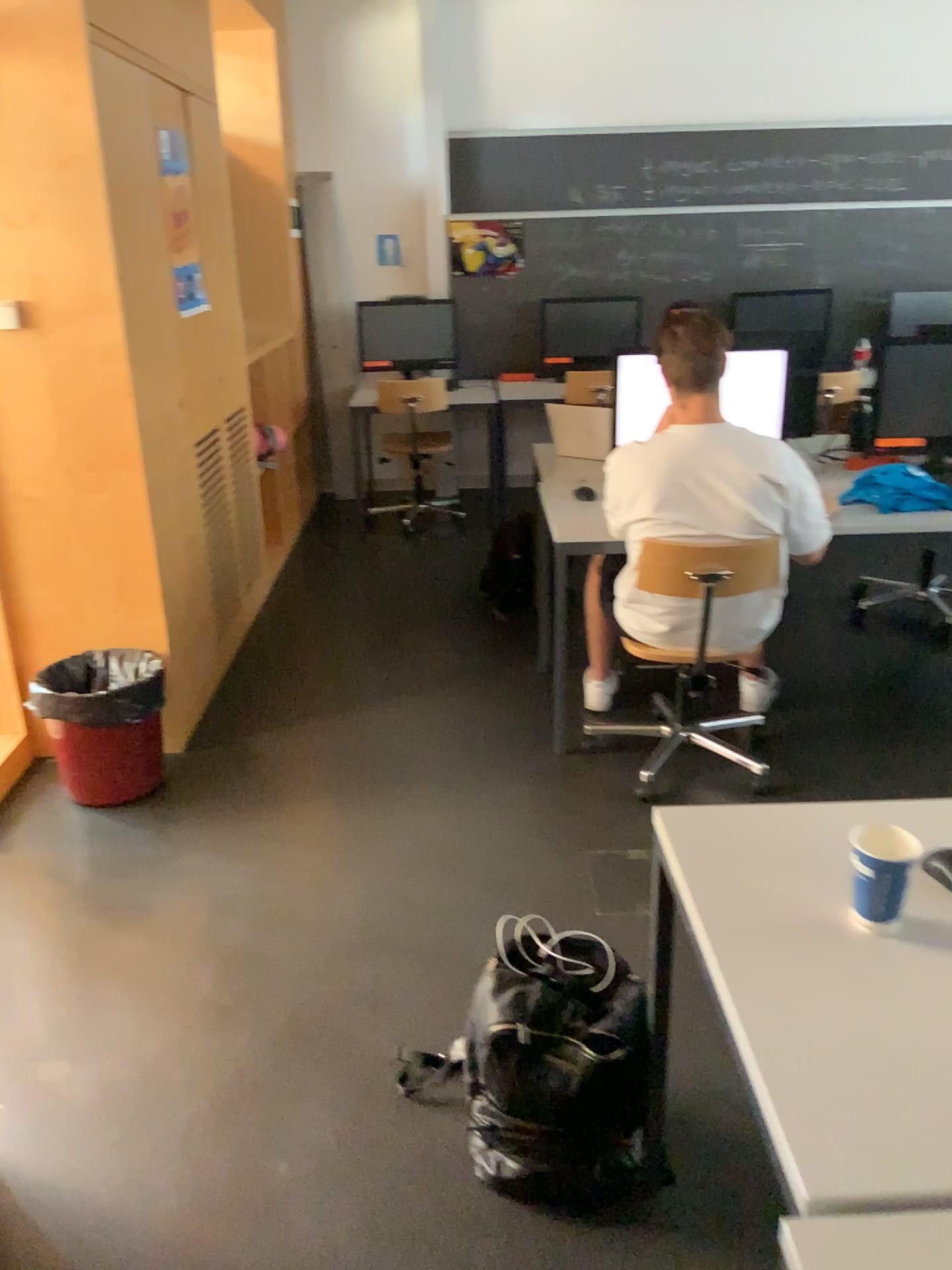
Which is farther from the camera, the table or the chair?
the chair

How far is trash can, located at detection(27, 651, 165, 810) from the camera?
3.0 meters

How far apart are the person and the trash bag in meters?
1.4 m

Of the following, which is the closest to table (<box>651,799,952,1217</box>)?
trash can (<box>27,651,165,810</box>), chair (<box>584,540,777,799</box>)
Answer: chair (<box>584,540,777,799</box>)

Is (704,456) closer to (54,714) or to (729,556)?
(729,556)

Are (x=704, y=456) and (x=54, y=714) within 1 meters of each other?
no

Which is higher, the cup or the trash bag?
the cup

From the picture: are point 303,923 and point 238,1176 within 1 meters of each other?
yes

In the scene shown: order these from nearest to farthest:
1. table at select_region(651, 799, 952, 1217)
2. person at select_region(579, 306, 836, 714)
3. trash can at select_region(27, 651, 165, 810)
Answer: table at select_region(651, 799, 952, 1217) → person at select_region(579, 306, 836, 714) → trash can at select_region(27, 651, 165, 810)

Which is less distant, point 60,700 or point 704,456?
point 704,456
